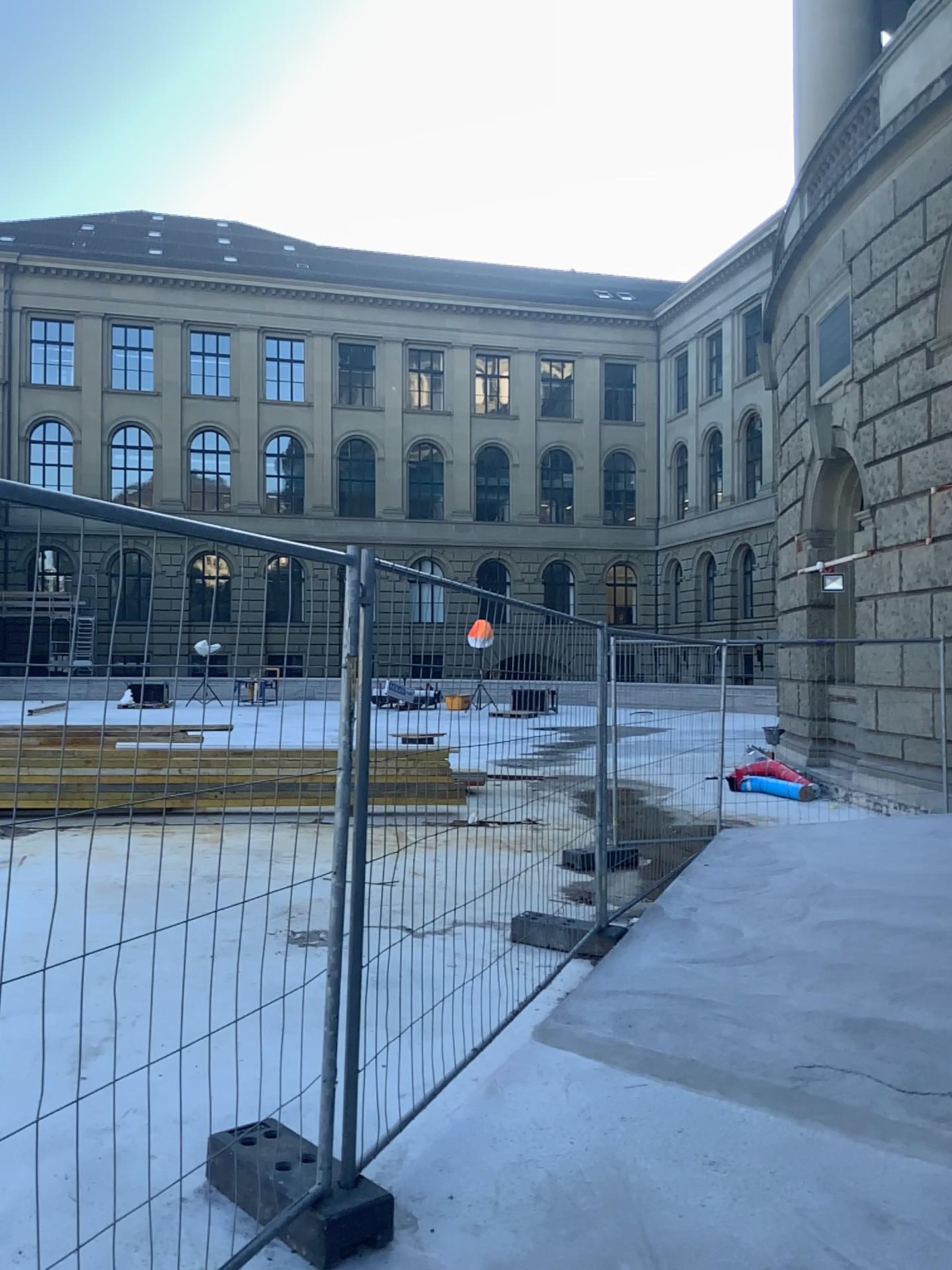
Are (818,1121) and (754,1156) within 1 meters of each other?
yes
